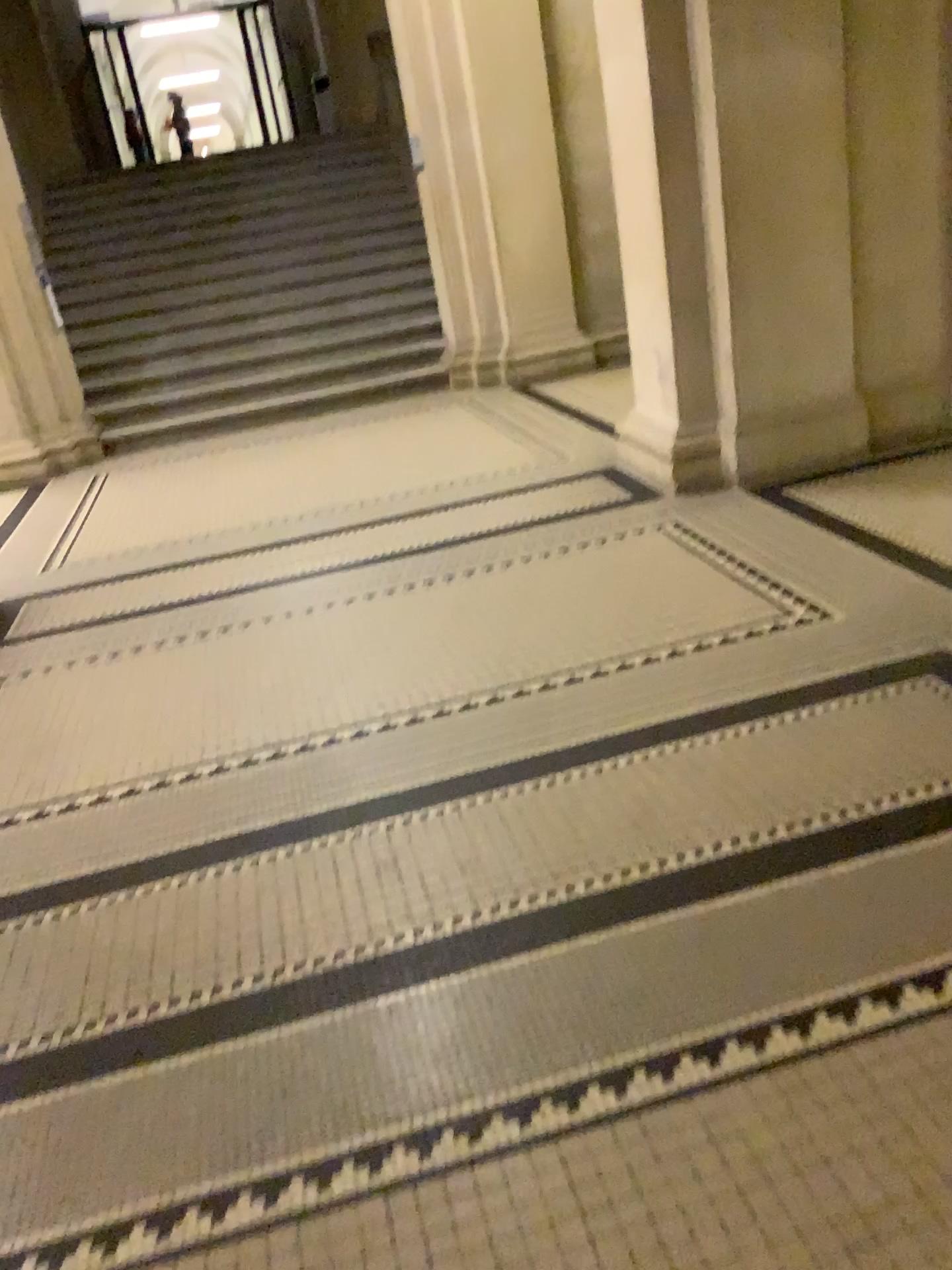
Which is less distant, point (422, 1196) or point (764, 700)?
point (422, 1196)
